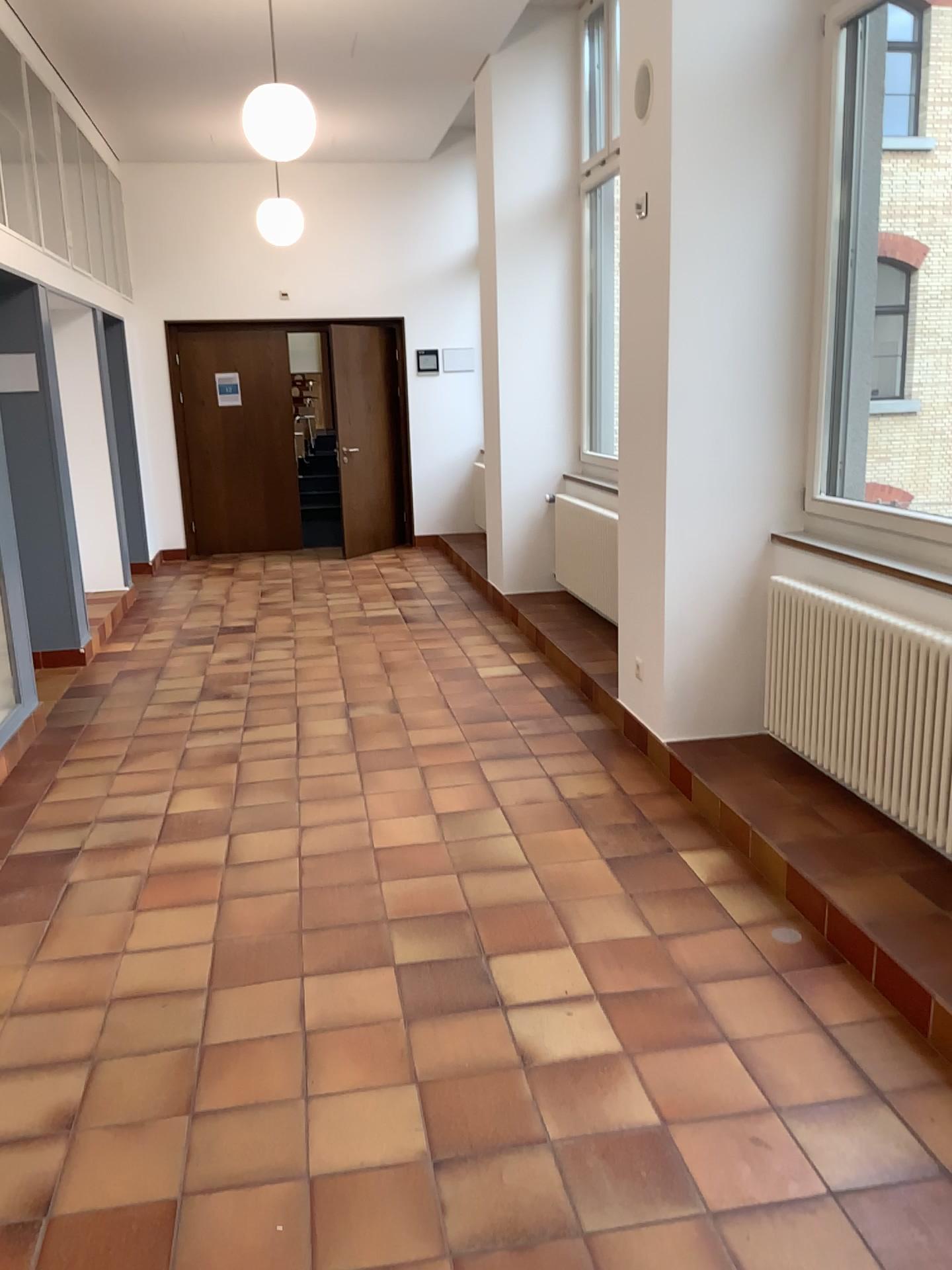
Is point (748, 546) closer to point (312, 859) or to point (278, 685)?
point (312, 859)
